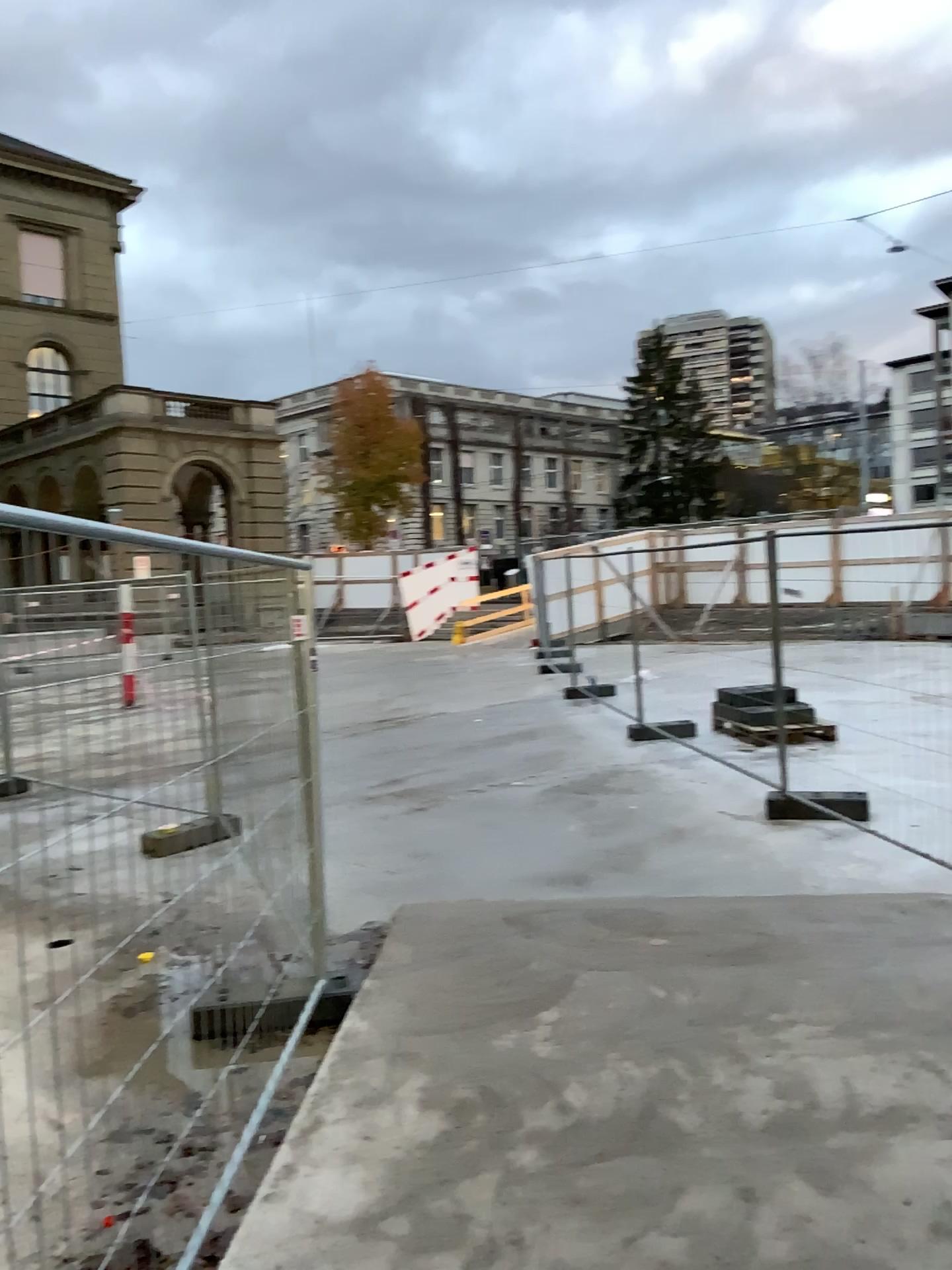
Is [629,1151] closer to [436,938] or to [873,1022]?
[873,1022]
